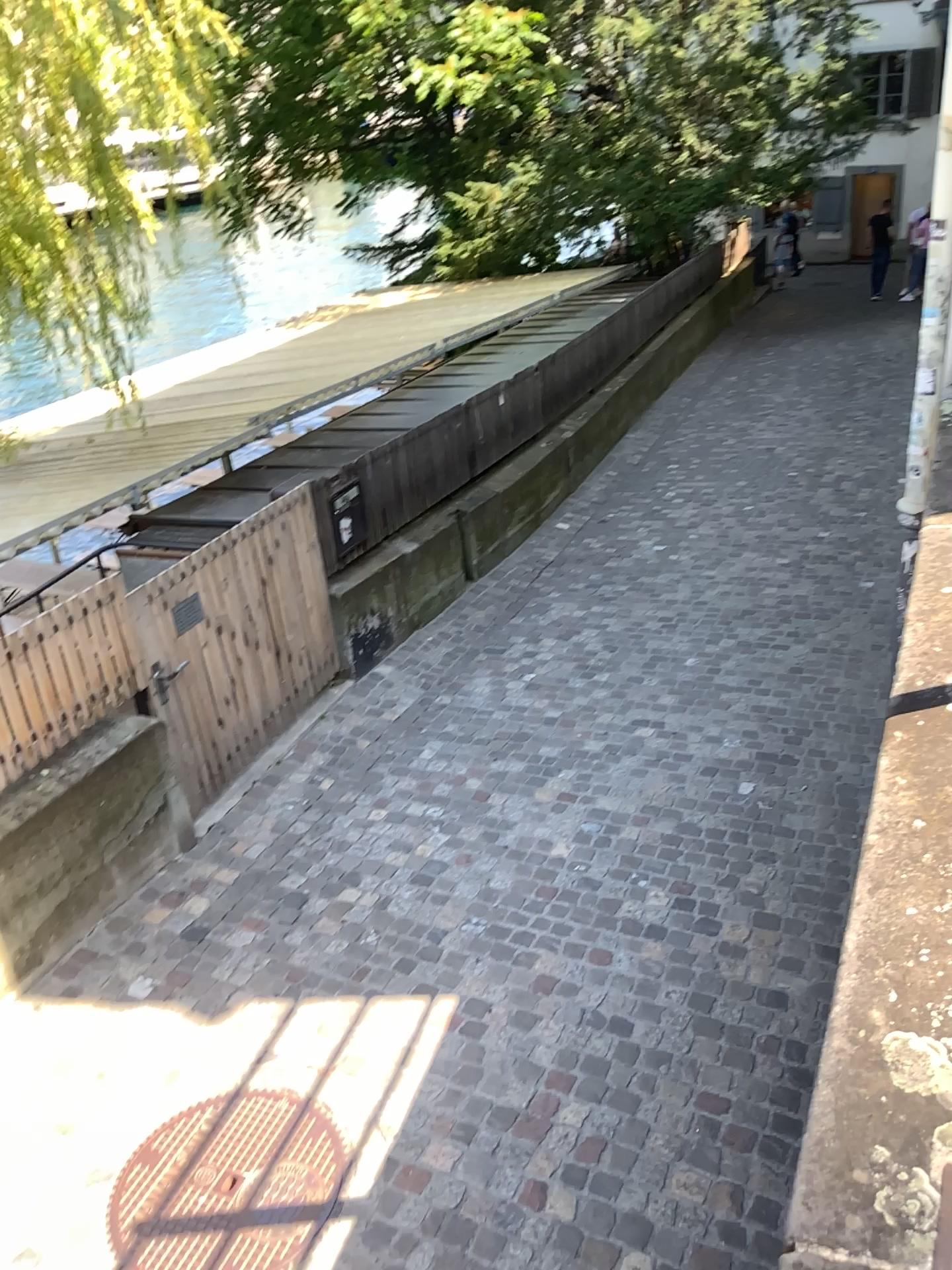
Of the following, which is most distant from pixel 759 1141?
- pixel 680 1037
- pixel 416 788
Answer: pixel 416 788
